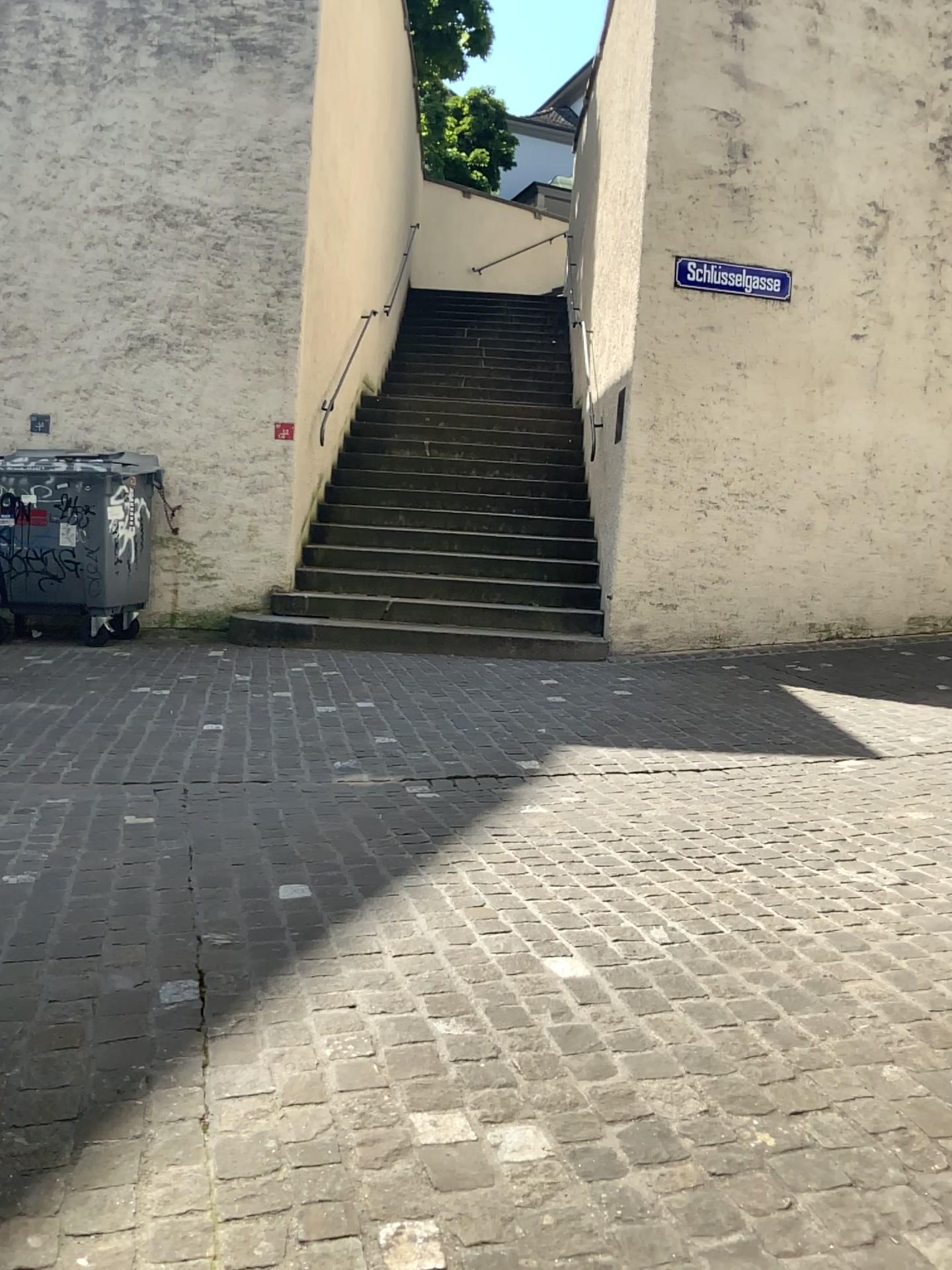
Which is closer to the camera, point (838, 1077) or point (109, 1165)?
point (109, 1165)
